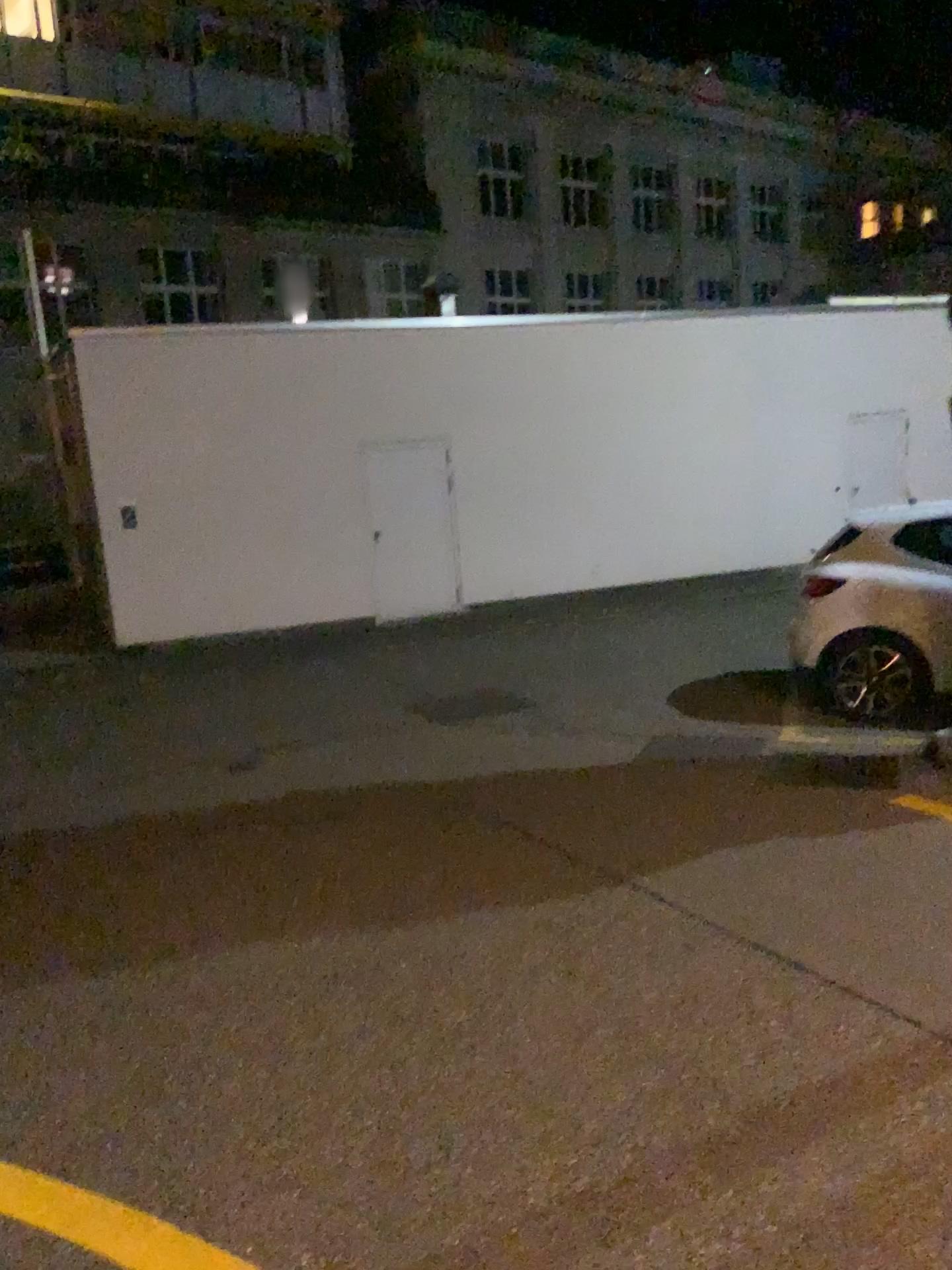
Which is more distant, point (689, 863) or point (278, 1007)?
point (689, 863)
